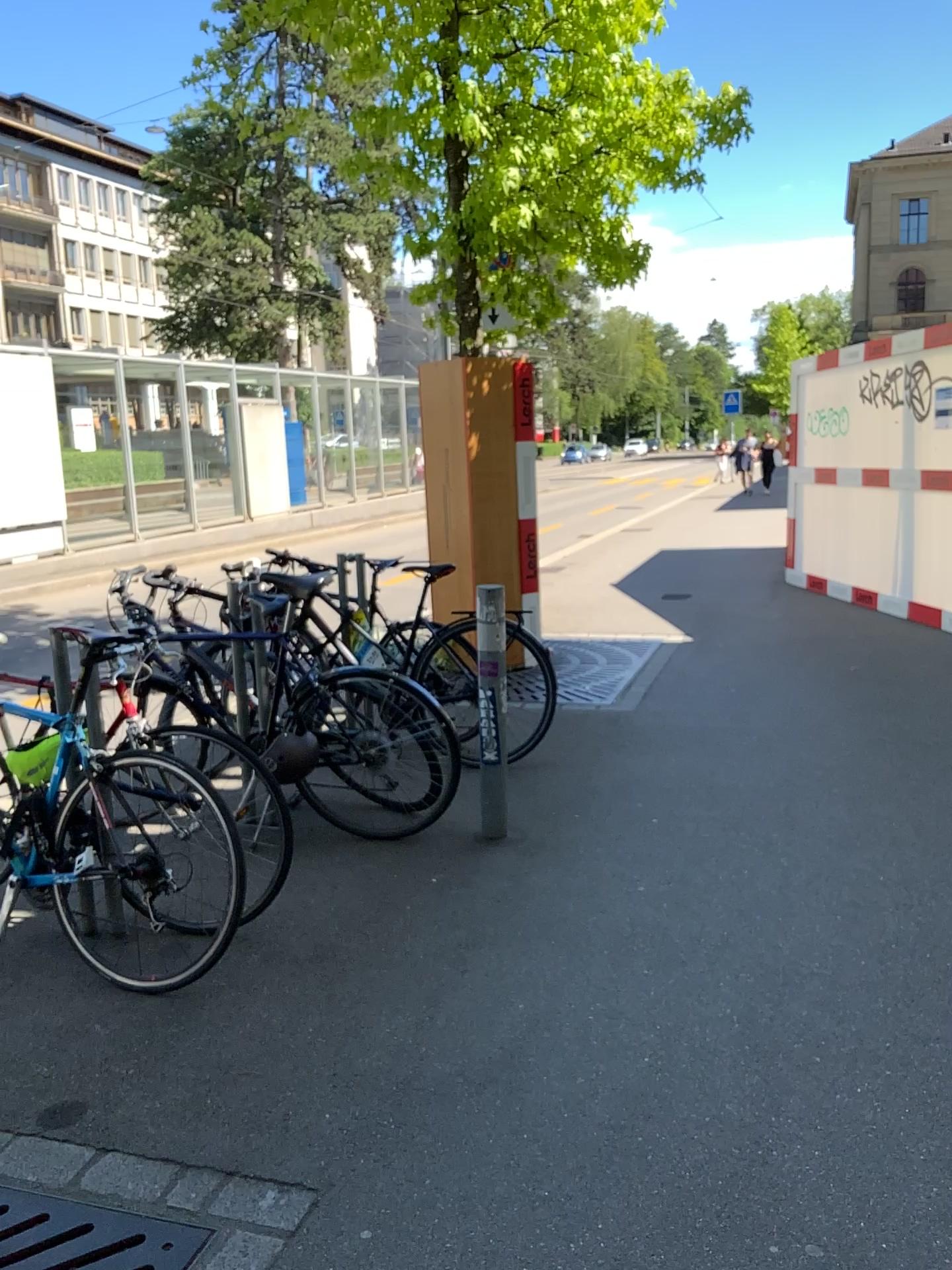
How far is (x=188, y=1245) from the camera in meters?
2.0

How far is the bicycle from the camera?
3.0m

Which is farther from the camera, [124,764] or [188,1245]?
[124,764]

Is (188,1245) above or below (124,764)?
below

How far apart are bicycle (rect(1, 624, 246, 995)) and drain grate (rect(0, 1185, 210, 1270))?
0.8 meters

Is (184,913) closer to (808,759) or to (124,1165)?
(124,1165)

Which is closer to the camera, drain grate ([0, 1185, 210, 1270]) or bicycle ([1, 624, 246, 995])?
drain grate ([0, 1185, 210, 1270])

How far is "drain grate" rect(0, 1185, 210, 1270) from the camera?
2.0 meters
